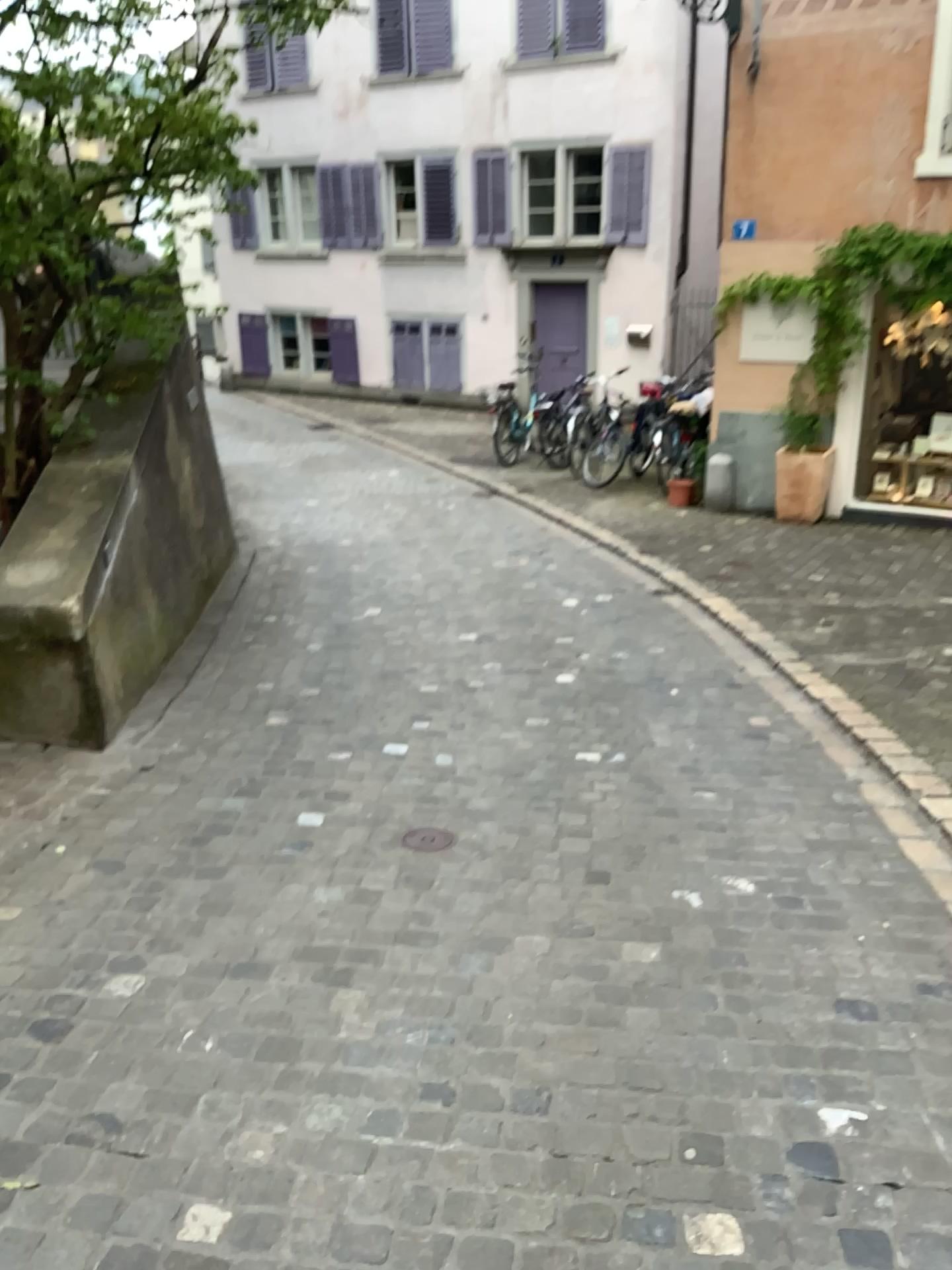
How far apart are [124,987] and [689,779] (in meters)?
2.13
